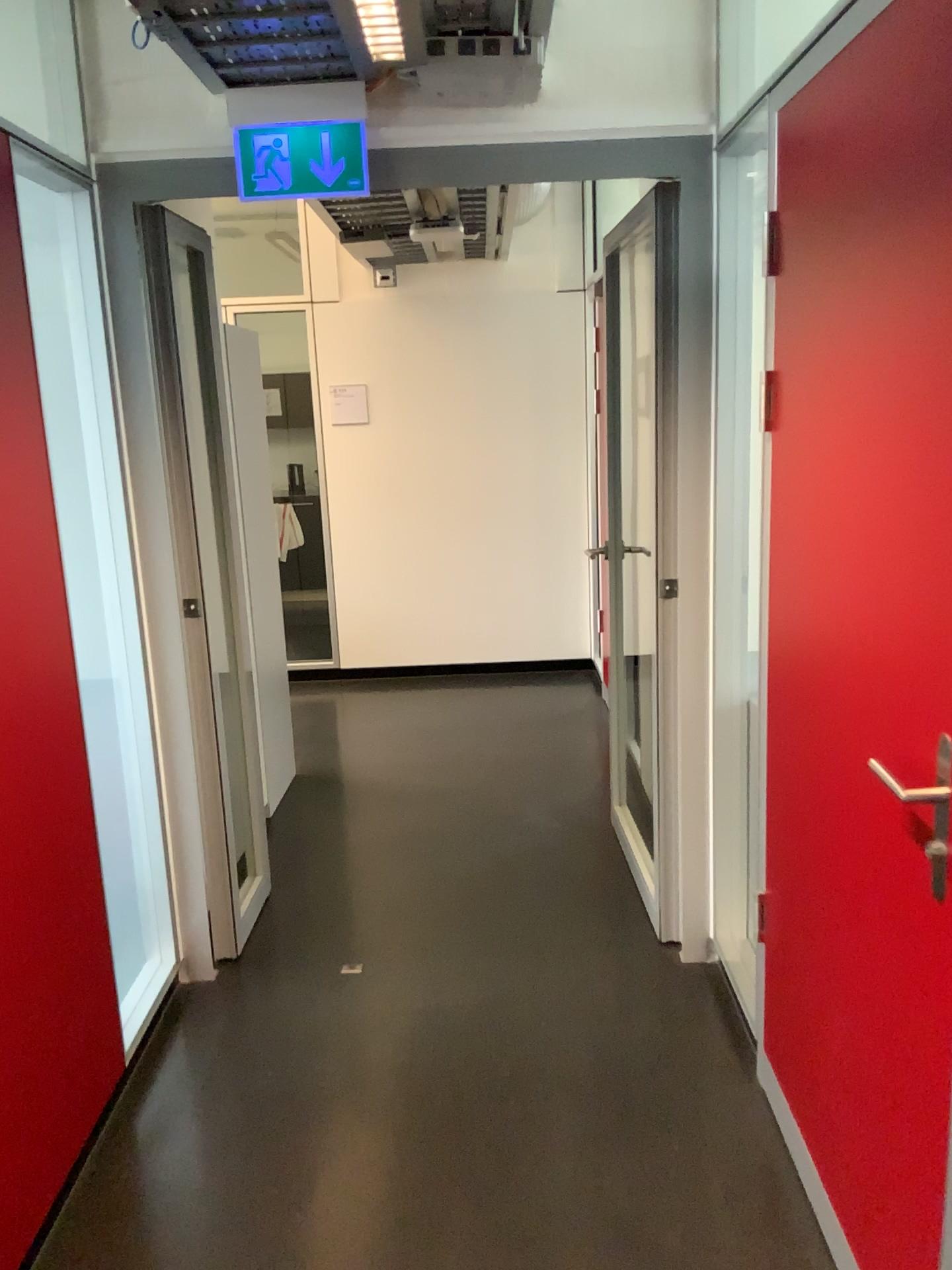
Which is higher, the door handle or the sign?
the sign

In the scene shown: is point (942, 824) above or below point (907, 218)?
below

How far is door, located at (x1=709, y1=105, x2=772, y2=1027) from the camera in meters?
2.5

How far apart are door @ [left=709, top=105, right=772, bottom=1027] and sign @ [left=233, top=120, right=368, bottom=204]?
0.88m

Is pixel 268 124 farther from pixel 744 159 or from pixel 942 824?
pixel 942 824

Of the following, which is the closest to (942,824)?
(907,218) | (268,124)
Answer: (907,218)

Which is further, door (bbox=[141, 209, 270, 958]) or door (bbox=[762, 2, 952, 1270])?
door (bbox=[141, 209, 270, 958])

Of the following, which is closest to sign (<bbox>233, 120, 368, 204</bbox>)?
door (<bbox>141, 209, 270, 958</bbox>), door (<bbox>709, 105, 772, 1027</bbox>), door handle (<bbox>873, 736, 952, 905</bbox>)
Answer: door (<bbox>141, 209, 270, 958</bbox>)

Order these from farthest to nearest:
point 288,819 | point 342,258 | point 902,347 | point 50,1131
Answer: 1. point 342,258
2. point 288,819
3. point 50,1131
4. point 902,347

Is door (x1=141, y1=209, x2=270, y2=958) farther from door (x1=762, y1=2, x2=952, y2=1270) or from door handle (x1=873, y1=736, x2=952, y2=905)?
door handle (x1=873, y1=736, x2=952, y2=905)
